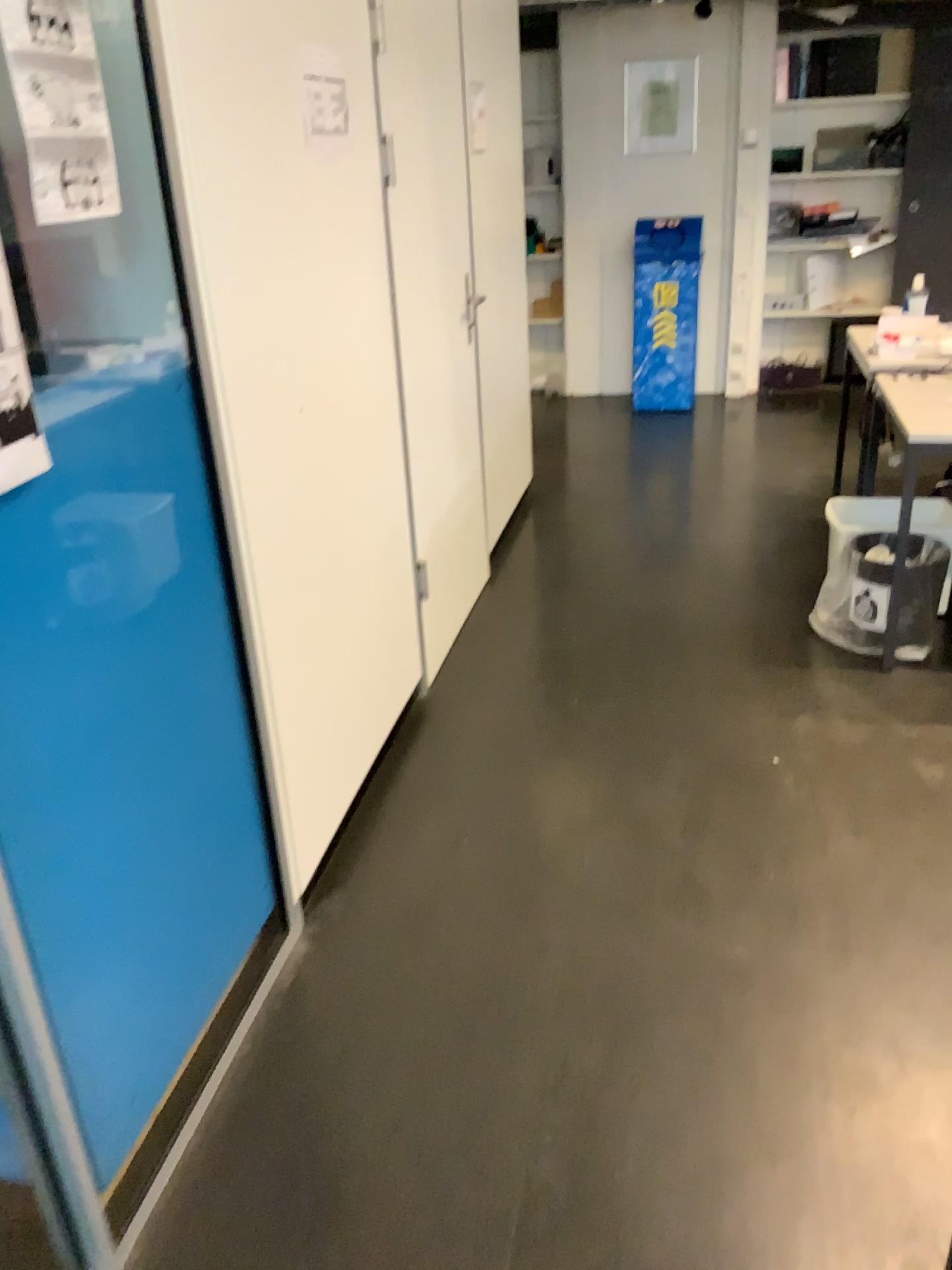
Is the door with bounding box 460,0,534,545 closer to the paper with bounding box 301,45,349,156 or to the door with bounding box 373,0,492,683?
the door with bounding box 373,0,492,683

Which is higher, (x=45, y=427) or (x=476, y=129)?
(x=476, y=129)

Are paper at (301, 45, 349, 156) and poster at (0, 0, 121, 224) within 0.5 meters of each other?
no

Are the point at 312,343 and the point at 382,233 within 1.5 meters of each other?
yes

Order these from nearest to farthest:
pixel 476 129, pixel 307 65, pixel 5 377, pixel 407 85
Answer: pixel 5 377, pixel 307 65, pixel 407 85, pixel 476 129

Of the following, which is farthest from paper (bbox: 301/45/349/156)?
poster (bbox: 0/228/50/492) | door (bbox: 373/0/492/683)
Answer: poster (bbox: 0/228/50/492)

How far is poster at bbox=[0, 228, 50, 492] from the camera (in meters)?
1.26

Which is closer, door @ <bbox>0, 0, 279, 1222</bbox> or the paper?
door @ <bbox>0, 0, 279, 1222</bbox>

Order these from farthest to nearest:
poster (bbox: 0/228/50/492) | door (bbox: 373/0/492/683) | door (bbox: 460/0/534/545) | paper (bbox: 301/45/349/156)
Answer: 1. door (bbox: 460/0/534/545)
2. door (bbox: 373/0/492/683)
3. paper (bbox: 301/45/349/156)
4. poster (bbox: 0/228/50/492)

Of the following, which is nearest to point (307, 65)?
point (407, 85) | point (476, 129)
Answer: point (407, 85)
